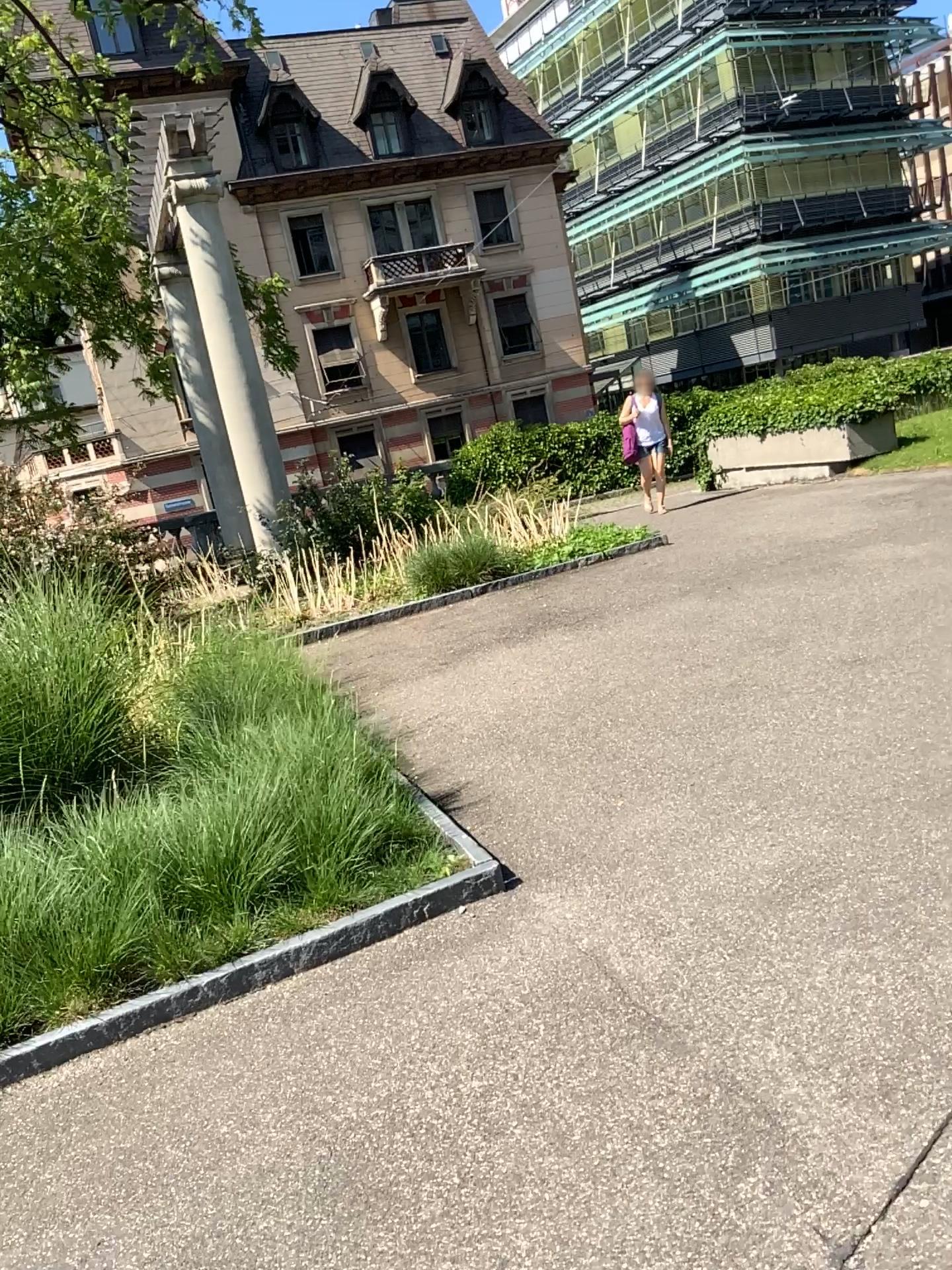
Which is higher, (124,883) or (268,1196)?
(124,883)
